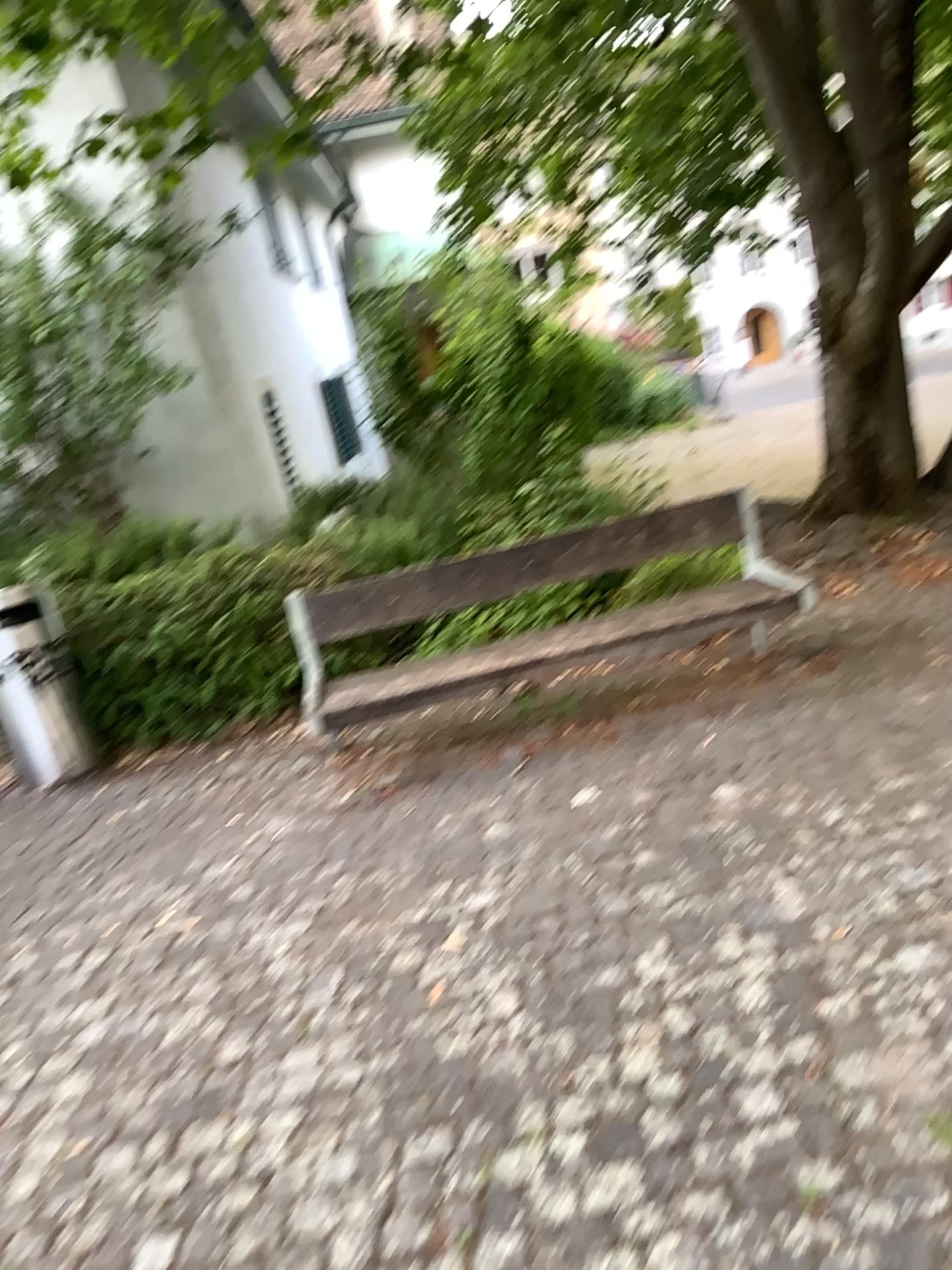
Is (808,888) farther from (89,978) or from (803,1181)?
(89,978)
